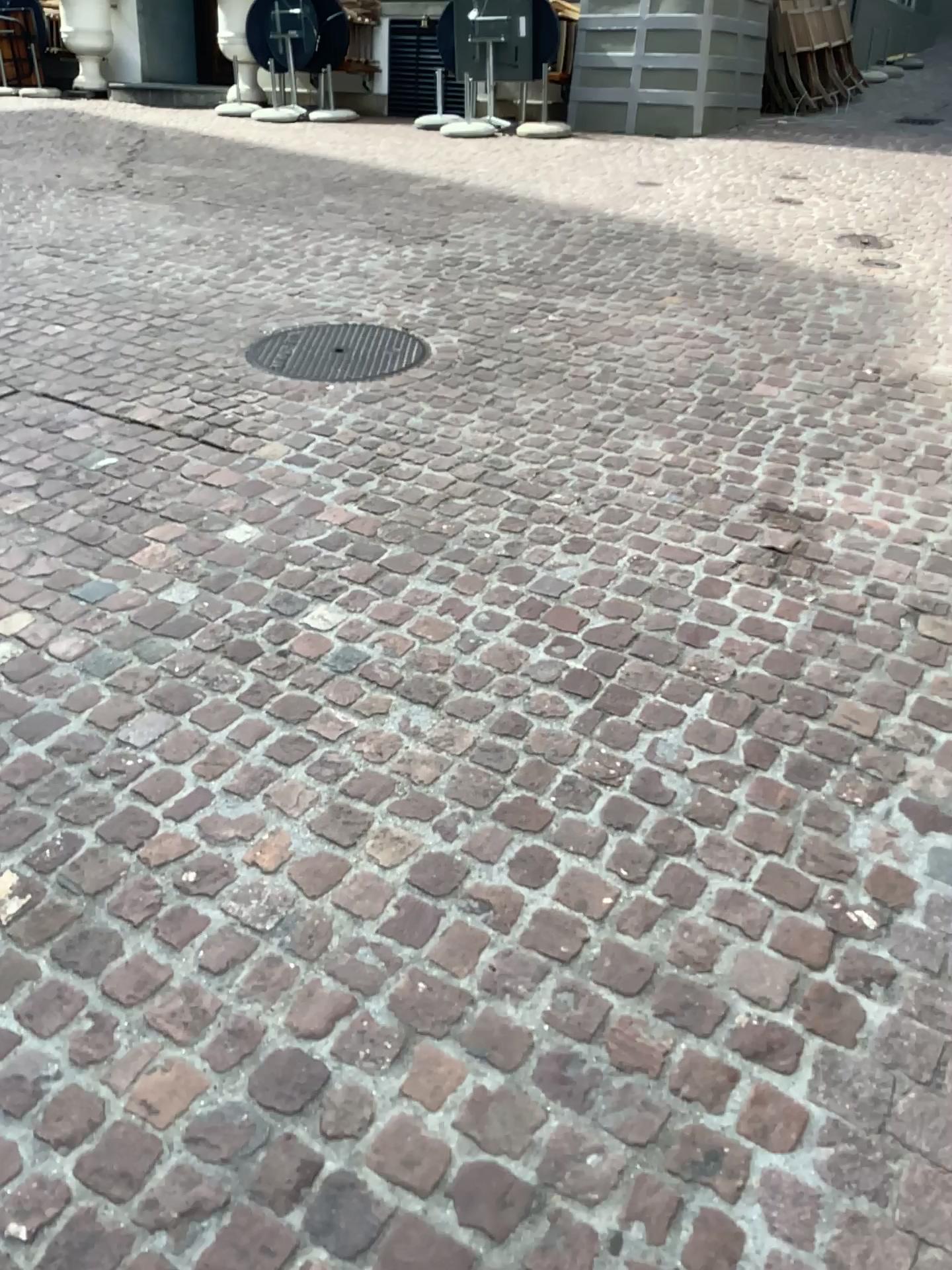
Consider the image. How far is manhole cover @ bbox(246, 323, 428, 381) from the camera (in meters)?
3.94

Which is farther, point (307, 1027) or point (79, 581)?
point (79, 581)

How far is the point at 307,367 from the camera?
3.9 meters
